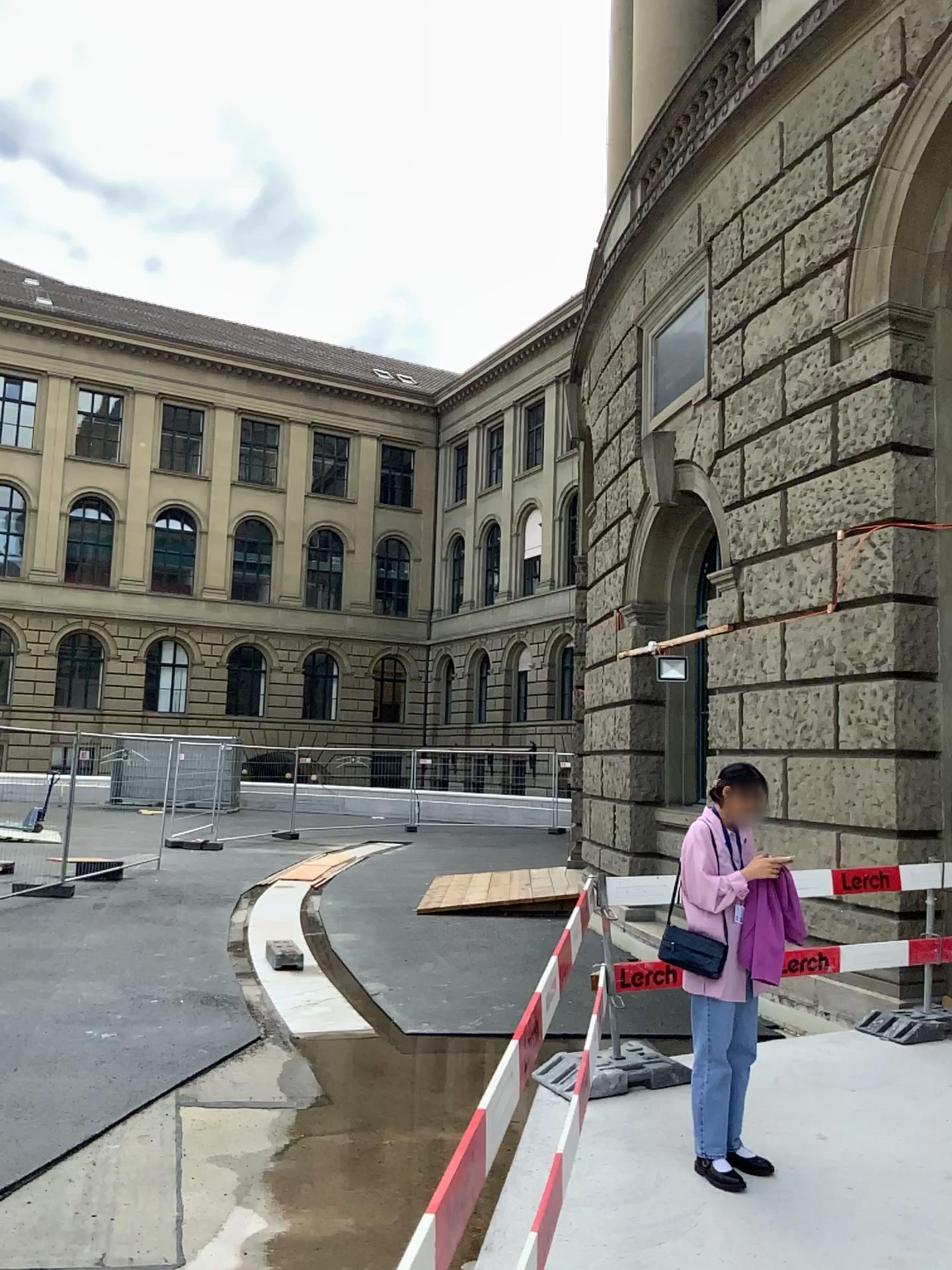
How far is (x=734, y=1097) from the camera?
4.3m

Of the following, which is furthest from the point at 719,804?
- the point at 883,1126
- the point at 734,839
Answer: the point at 883,1126

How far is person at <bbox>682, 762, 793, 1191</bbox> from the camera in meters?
4.3 m
